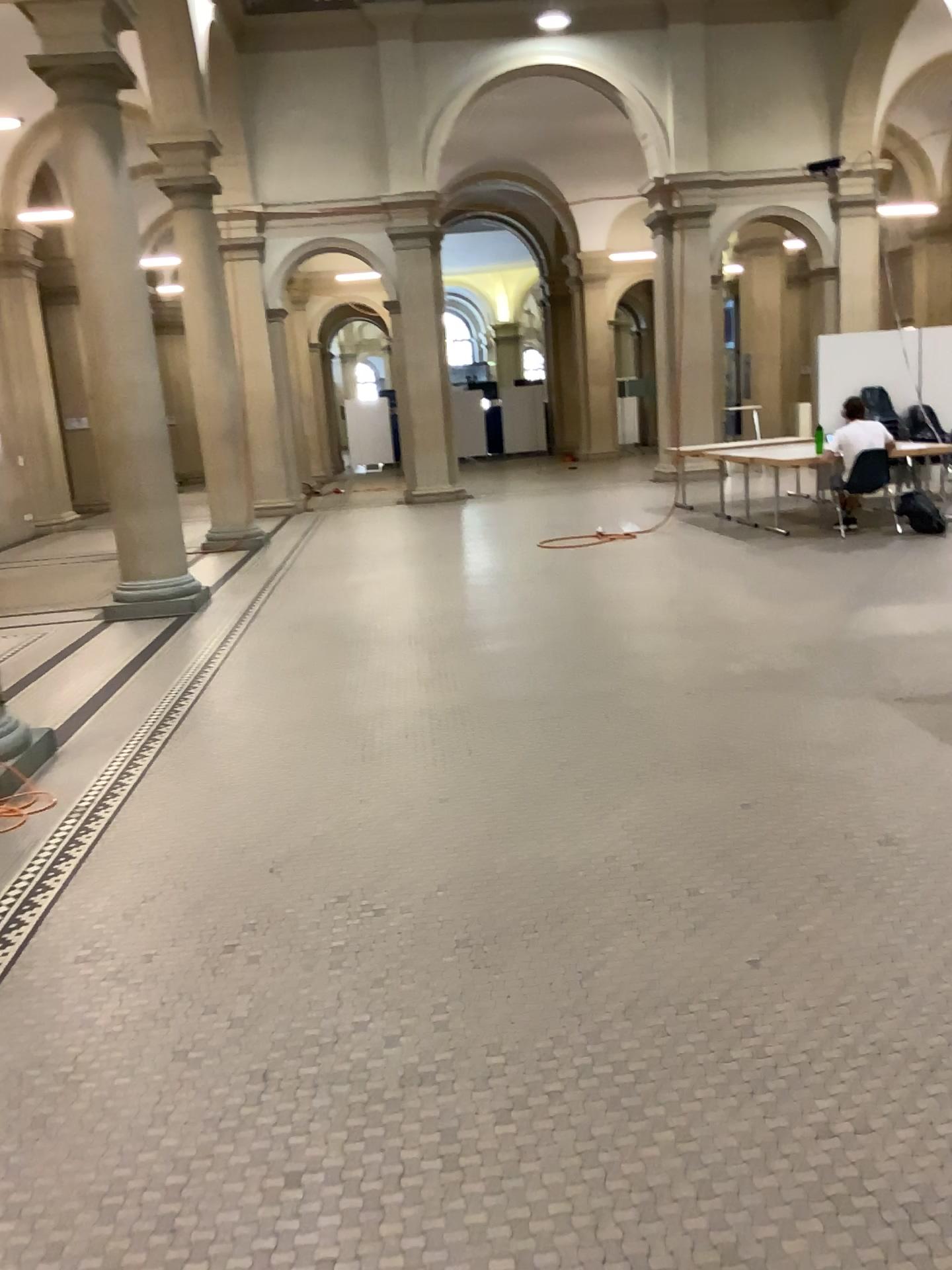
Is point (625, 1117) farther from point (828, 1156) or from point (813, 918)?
point (813, 918)
